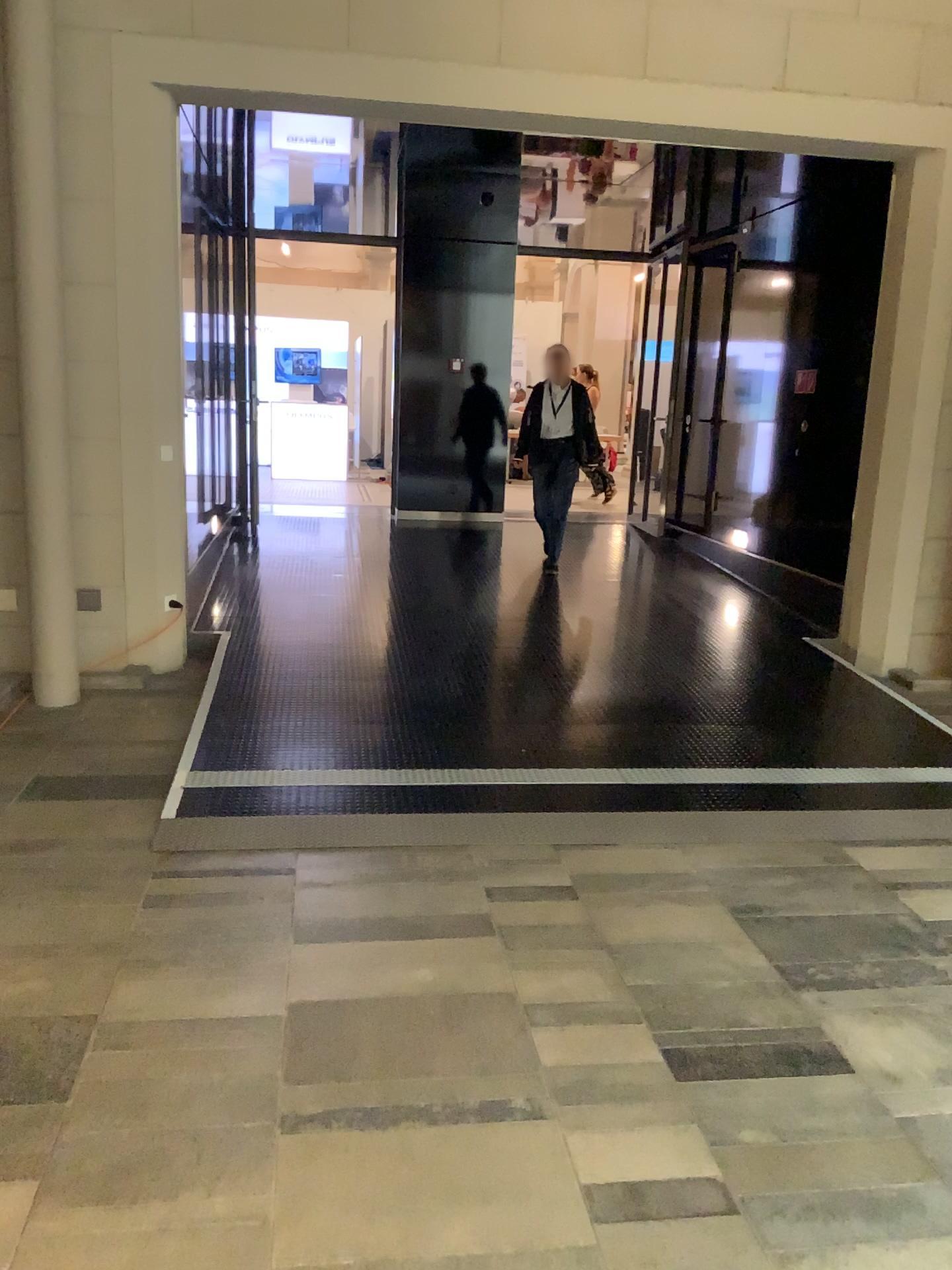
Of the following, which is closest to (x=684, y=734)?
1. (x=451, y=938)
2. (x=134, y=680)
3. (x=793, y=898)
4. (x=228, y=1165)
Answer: (x=793, y=898)
